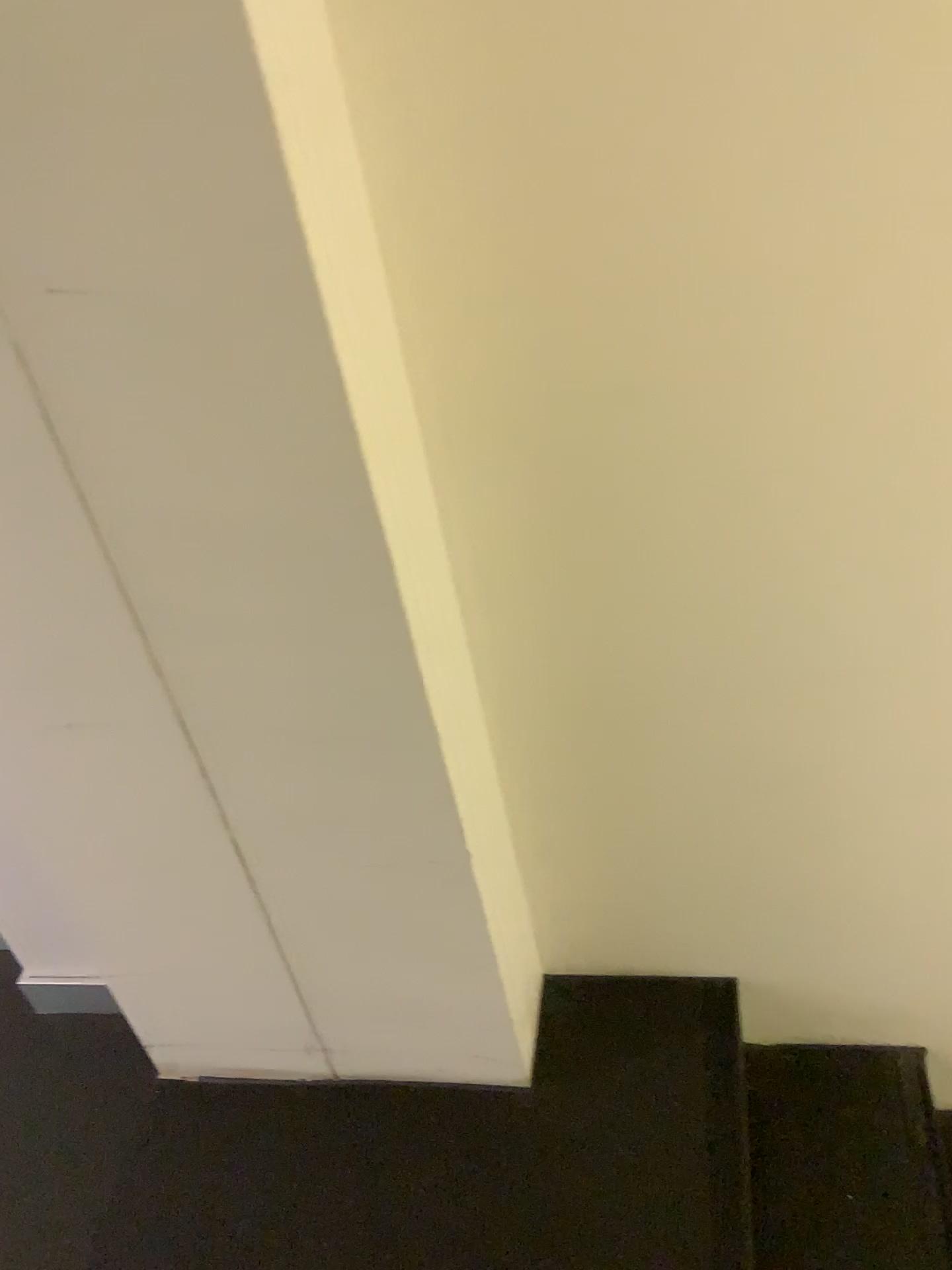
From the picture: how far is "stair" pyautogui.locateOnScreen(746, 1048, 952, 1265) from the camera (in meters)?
1.41

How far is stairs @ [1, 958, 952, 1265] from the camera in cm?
135

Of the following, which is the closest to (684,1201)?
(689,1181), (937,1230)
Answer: (689,1181)

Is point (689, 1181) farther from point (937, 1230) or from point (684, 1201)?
point (937, 1230)

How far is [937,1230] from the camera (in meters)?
1.41

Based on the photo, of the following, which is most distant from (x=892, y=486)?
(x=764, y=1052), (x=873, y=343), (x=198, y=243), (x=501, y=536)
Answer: (x=764, y=1052)
